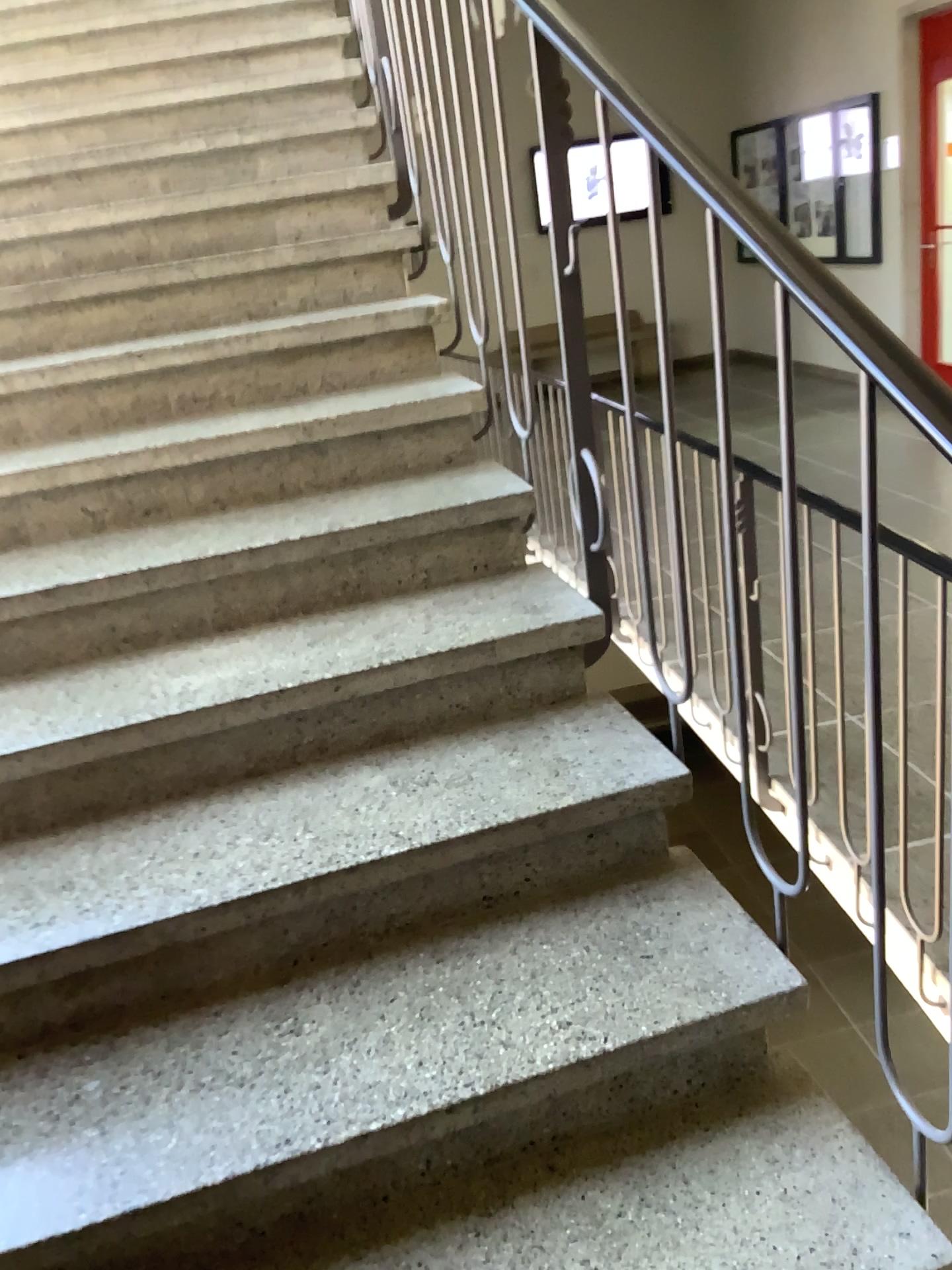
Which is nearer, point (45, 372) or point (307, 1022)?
point (307, 1022)
